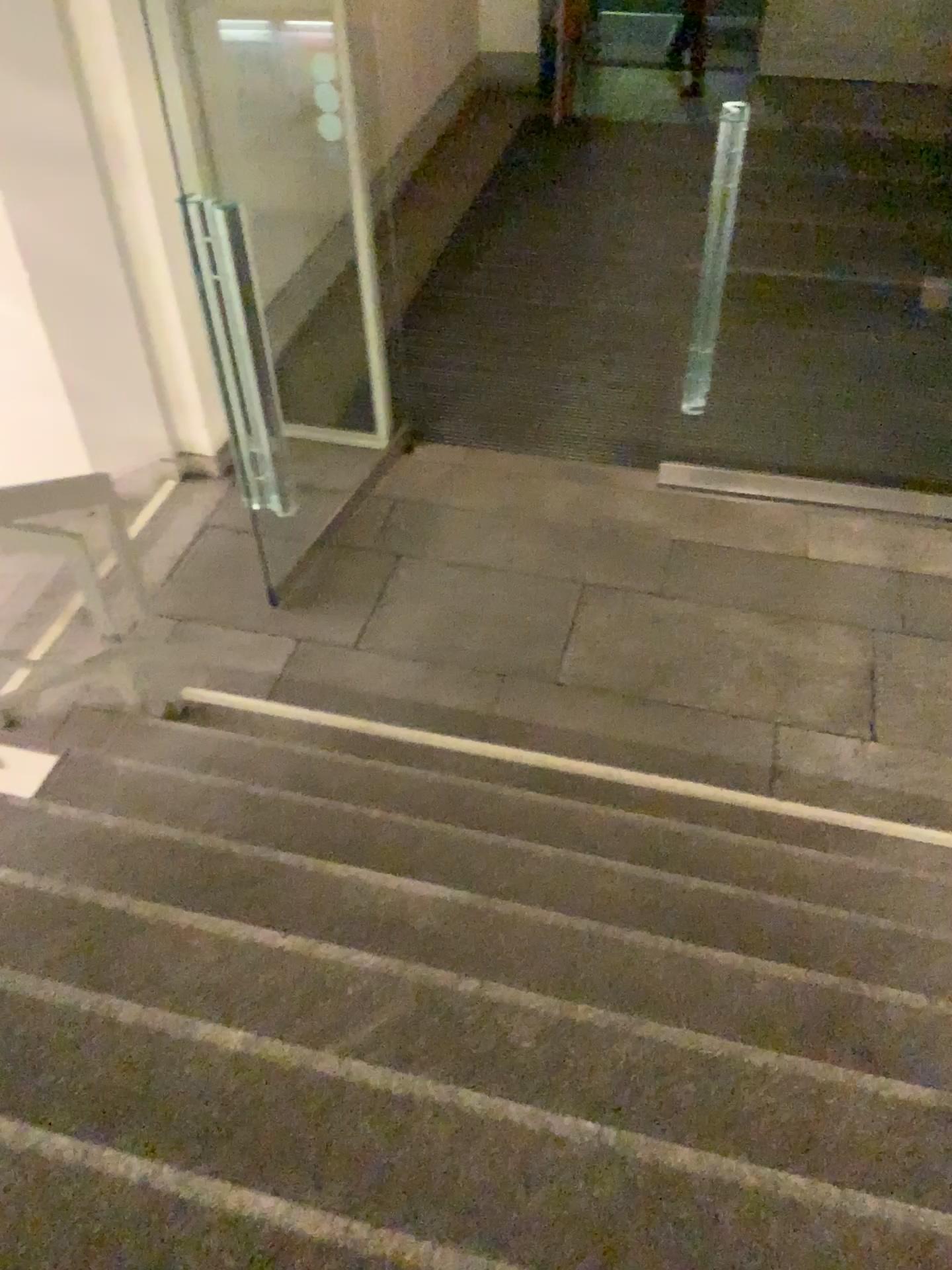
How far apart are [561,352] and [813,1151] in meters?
4.3 m
